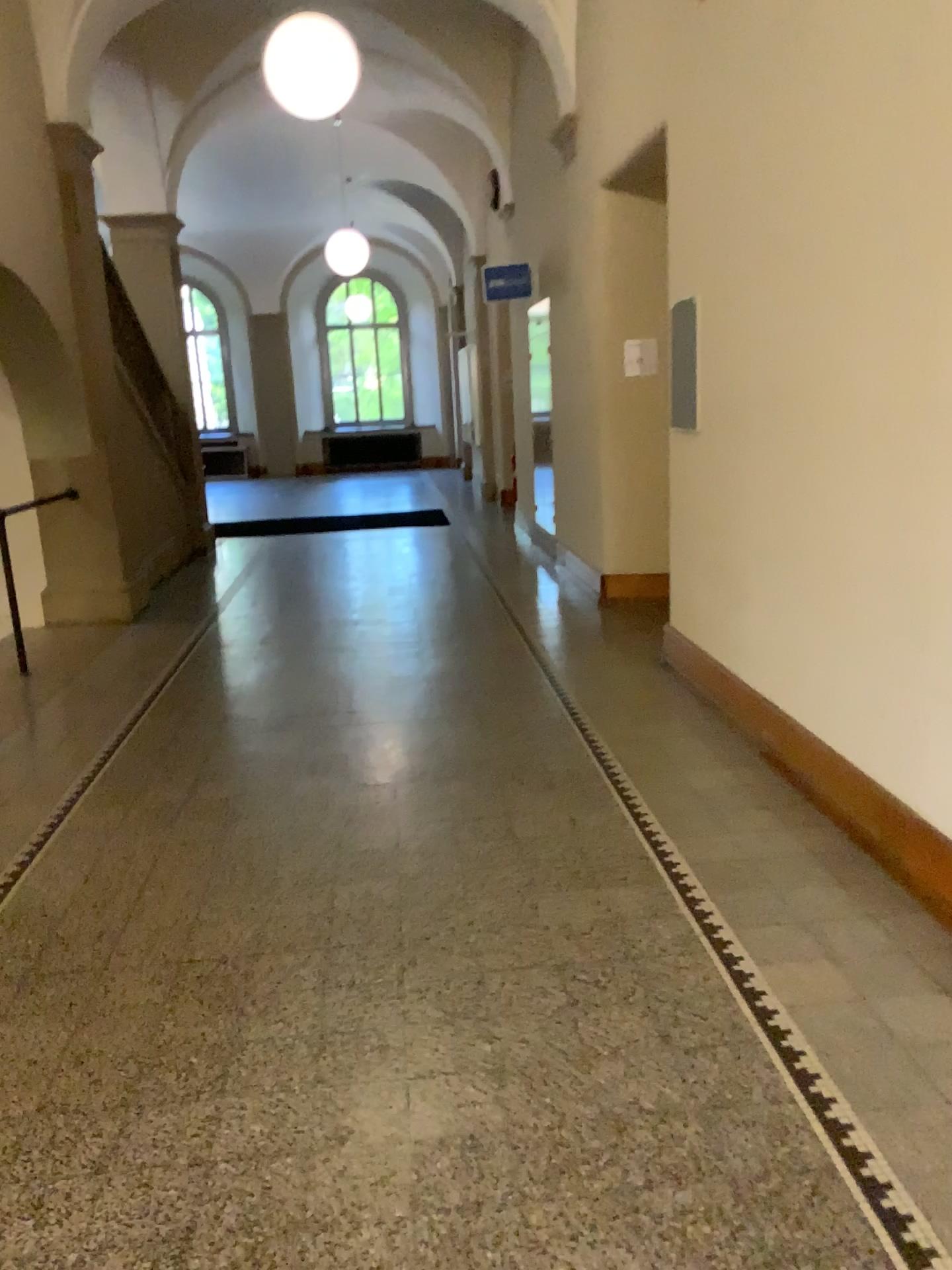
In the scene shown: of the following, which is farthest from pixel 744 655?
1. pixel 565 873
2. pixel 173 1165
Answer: pixel 173 1165
